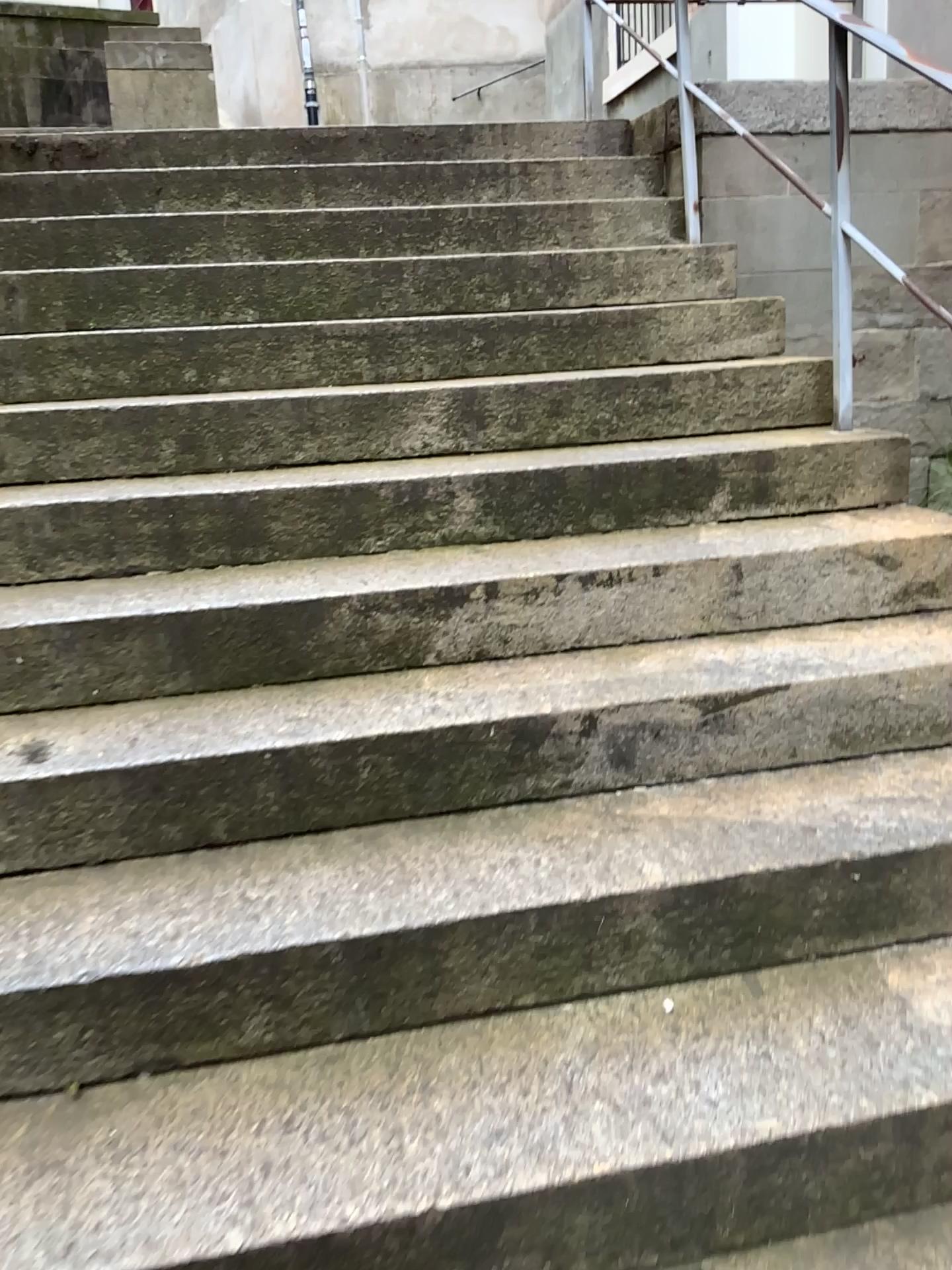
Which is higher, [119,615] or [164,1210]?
[119,615]

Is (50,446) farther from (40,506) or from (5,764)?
(5,764)

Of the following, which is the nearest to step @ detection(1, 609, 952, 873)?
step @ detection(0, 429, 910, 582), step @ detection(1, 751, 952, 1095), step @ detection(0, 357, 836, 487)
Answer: step @ detection(1, 751, 952, 1095)

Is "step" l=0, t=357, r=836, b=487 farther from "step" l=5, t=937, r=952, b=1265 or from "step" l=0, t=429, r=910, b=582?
"step" l=5, t=937, r=952, b=1265

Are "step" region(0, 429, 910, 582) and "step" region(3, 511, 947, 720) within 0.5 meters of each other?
yes

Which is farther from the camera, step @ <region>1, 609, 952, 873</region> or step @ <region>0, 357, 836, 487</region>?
step @ <region>0, 357, 836, 487</region>

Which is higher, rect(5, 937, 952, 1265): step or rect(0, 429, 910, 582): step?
rect(0, 429, 910, 582): step

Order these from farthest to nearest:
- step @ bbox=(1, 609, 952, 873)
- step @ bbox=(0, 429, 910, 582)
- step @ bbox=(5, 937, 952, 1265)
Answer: step @ bbox=(0, 429, 910, 582), step @ bbox=(1, 609, 952, 873), step @ bbox=(5, 937, 952, 1265)

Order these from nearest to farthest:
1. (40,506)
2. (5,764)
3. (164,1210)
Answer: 1. (164,1210)
2. (5,764)
3. (40,506)

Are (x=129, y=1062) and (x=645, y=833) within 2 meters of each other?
yes
